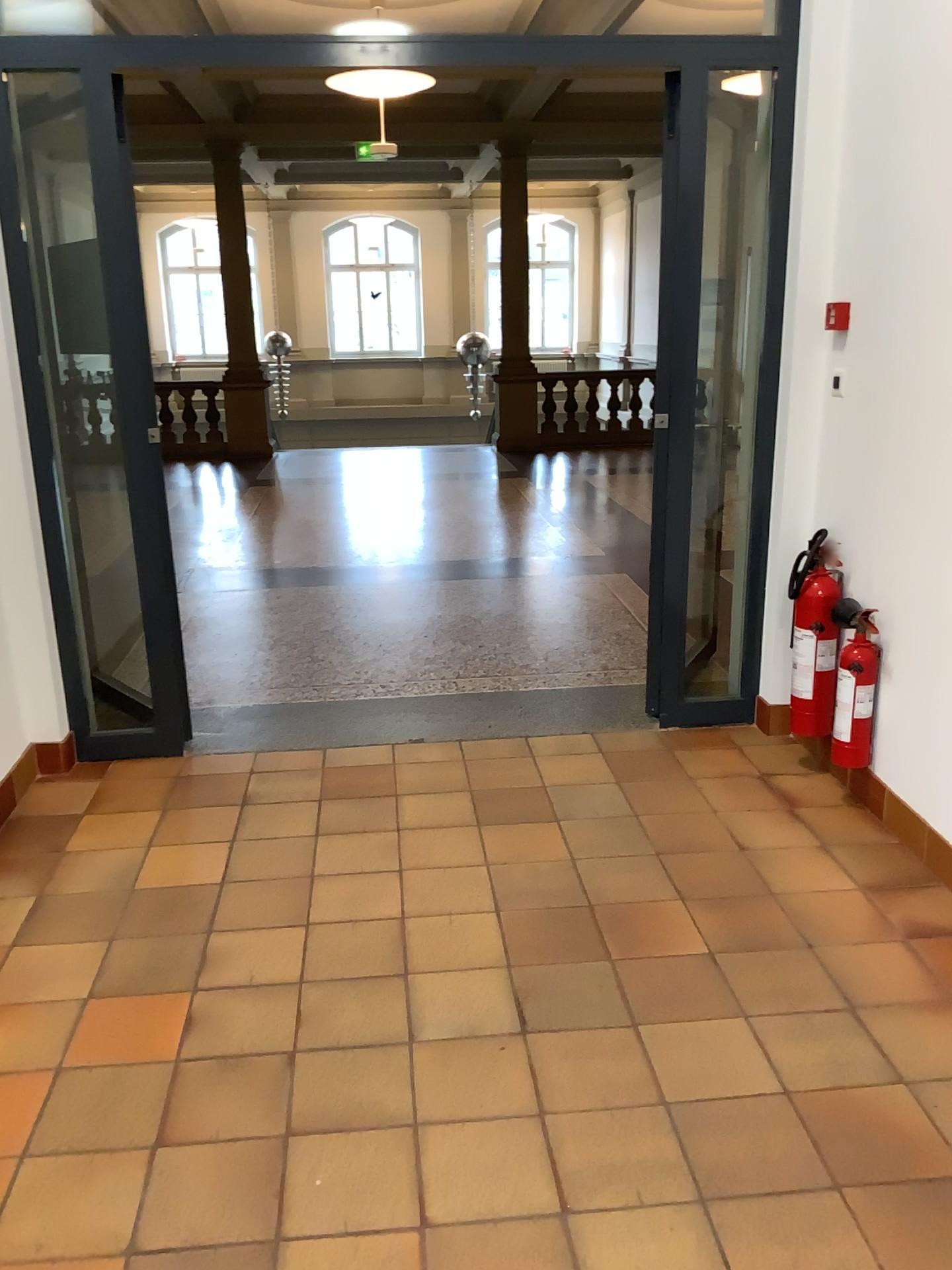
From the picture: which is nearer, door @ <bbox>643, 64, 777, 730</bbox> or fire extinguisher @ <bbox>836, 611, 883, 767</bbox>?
fire extinguisher @ <bbox>836, 611, 883, 767</bbox>

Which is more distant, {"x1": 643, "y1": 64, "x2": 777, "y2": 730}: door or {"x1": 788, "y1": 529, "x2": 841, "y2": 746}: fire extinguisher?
{"x1": 643, "y1": 64, "x2": 777, "y2": 730}: door

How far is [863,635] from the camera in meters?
3.2

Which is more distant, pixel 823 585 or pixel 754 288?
pixel 754 288

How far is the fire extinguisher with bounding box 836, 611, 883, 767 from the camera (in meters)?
3.24

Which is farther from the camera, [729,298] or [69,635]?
[729,298]

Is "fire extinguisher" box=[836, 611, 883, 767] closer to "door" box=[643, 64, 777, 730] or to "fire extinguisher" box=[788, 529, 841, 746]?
"fire extinguisher" box=[788, 529, 841, 746]

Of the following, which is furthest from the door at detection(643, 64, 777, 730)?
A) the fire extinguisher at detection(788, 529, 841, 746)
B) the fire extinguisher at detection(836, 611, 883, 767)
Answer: the fire extinguisher at detection(836, 611, 883, 767)

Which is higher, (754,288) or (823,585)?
(754,288)

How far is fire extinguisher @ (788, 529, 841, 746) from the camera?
3.4 meters
